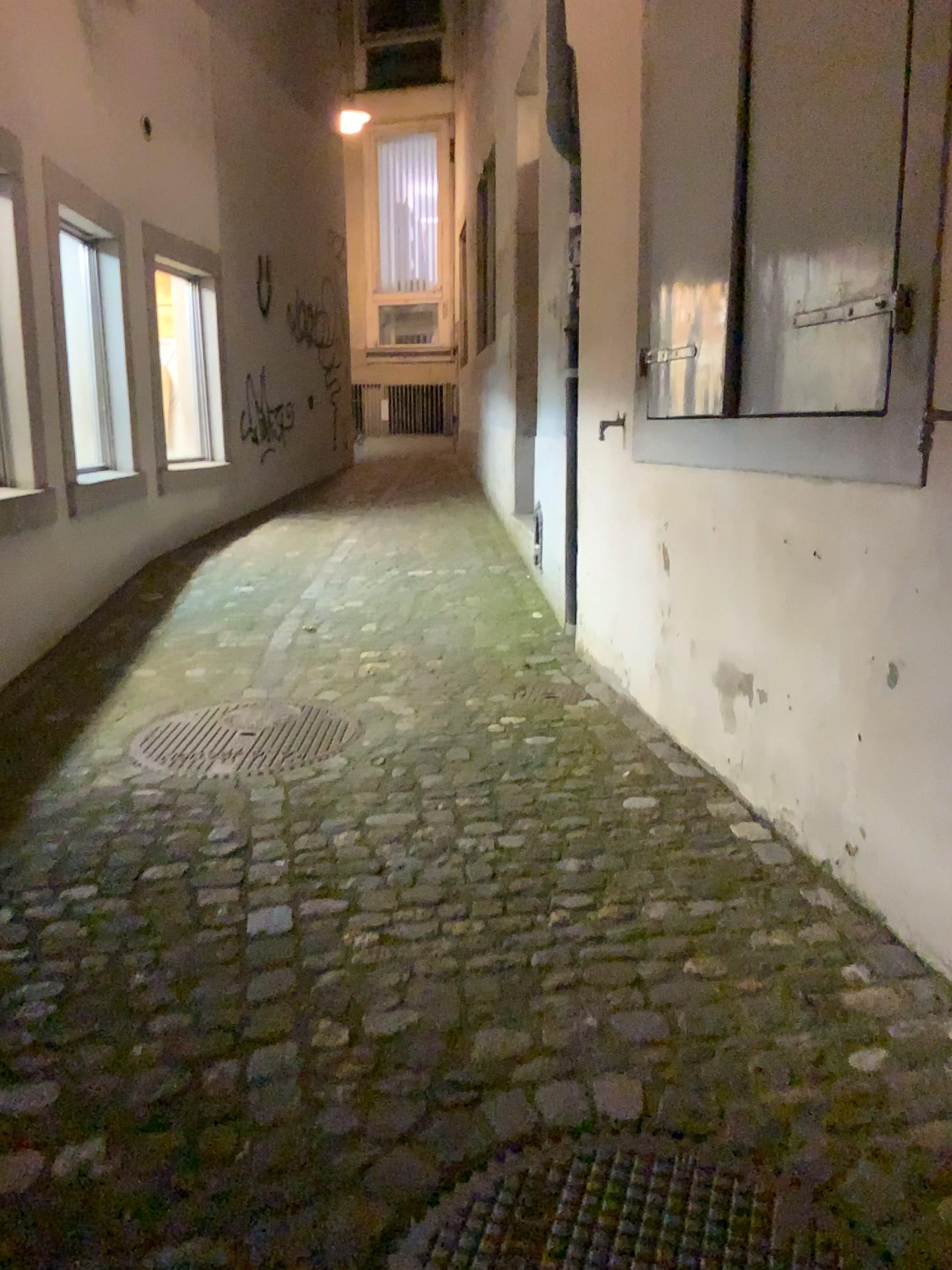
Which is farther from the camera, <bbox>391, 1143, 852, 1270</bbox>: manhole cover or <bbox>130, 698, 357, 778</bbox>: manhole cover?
<bbox>130, 698, 357, 778</bbox>: manhole cover

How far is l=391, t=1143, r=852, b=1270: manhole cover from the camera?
A: 1.4 meters

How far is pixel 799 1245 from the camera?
1.4m

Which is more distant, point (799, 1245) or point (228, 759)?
point (228, 759)

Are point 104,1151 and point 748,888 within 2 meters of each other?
yes
